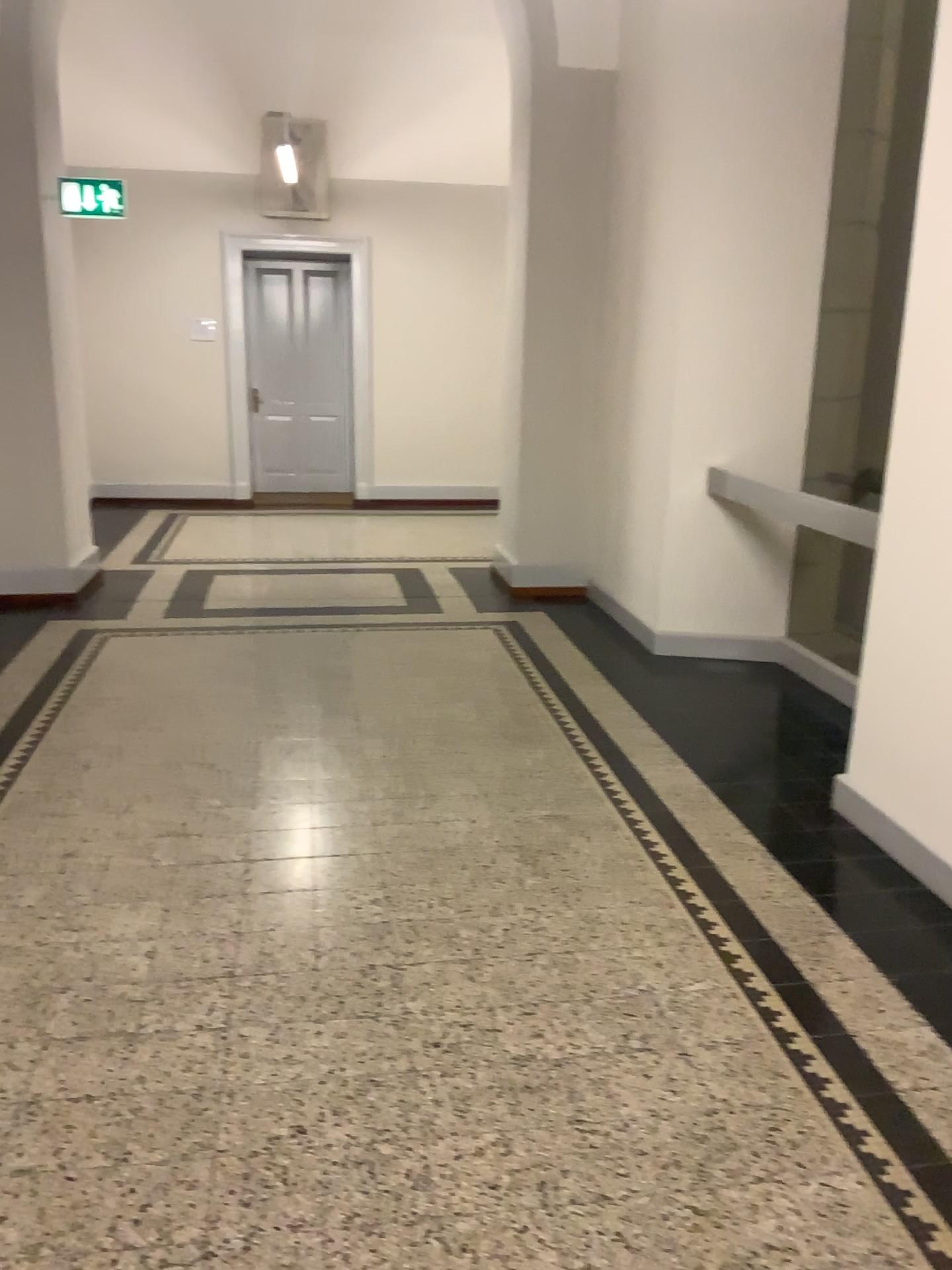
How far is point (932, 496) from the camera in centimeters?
303cm

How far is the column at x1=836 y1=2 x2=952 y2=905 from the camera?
3.0m

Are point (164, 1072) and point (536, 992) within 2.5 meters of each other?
yes
